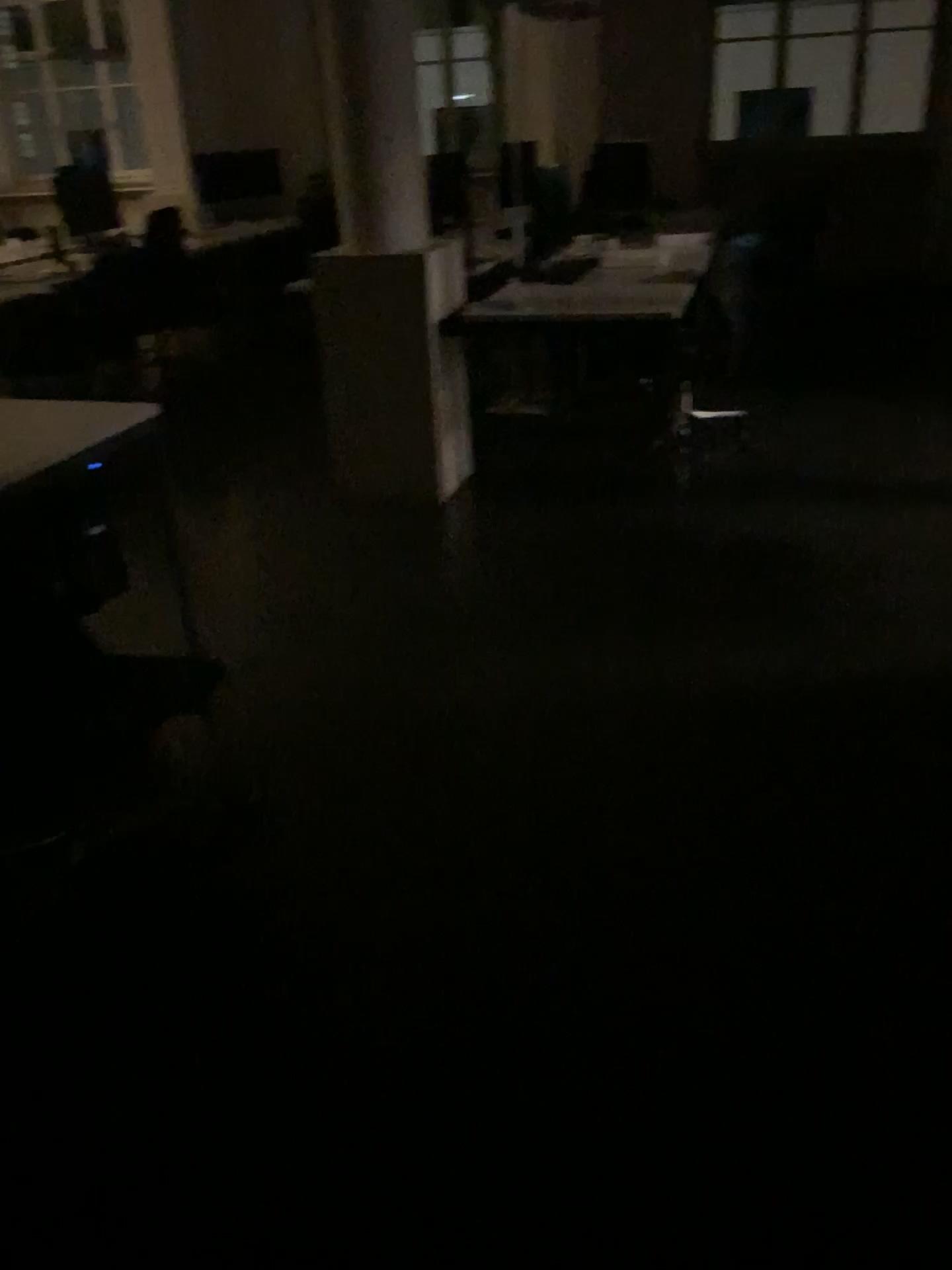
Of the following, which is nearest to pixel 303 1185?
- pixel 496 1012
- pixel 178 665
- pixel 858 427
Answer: pixel 496 1012
